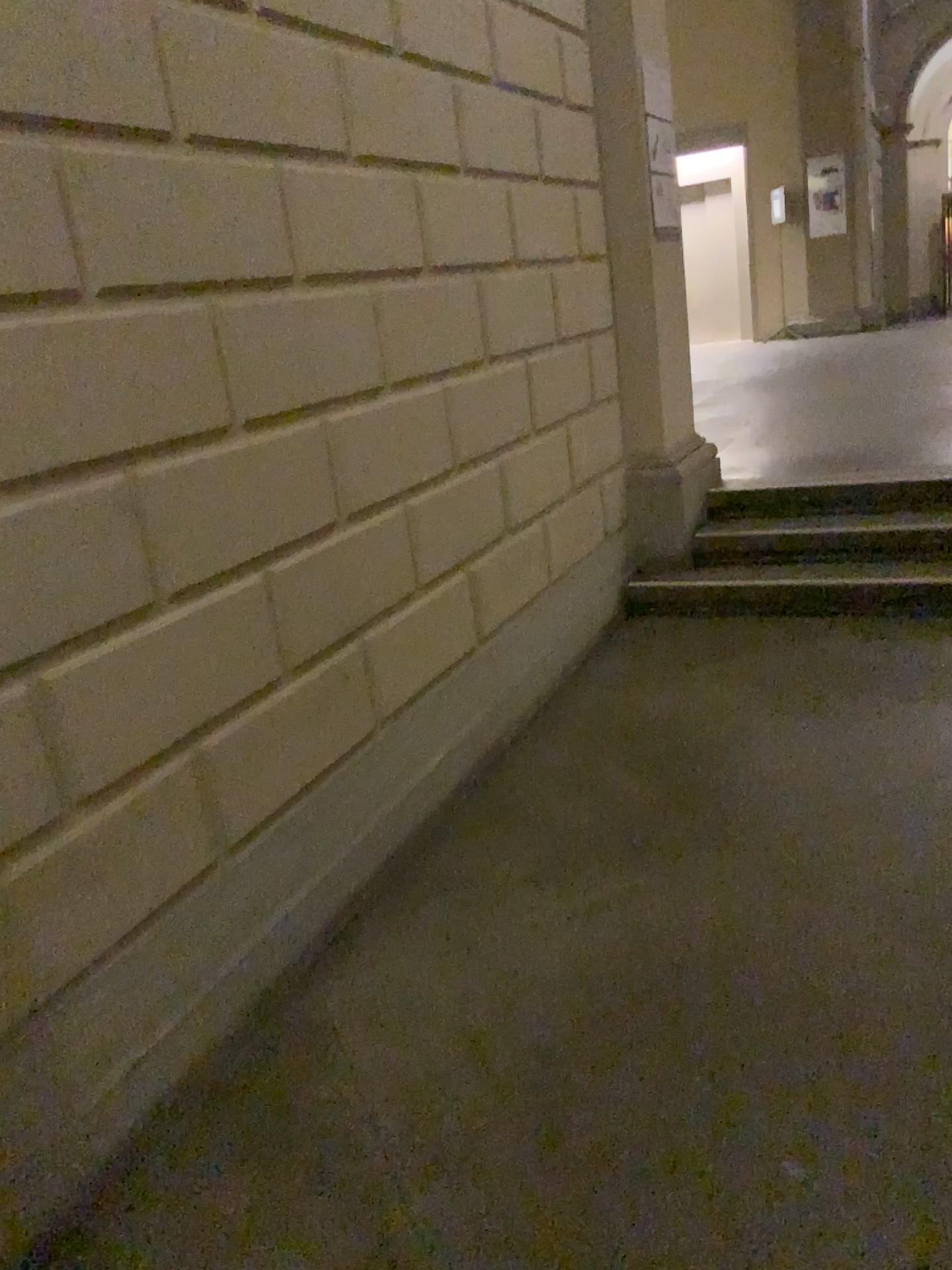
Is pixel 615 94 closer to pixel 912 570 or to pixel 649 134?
pixel 649 134

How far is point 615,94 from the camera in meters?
4.5

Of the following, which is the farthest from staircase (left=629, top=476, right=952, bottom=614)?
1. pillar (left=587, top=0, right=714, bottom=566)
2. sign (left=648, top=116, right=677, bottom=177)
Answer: sign (left=648, top=116, right=677, bottom=177)

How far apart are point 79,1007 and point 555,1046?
0.9 meters

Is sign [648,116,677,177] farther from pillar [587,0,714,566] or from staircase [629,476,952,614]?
staircase [629,476,952,614]

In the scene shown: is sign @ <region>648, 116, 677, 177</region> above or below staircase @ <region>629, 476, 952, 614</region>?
above

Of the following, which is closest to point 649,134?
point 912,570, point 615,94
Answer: point 615,94

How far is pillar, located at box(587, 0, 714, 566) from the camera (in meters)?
4.52

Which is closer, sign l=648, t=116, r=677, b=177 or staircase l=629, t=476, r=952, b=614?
staircase l=629, t=476, r=952, b=614
